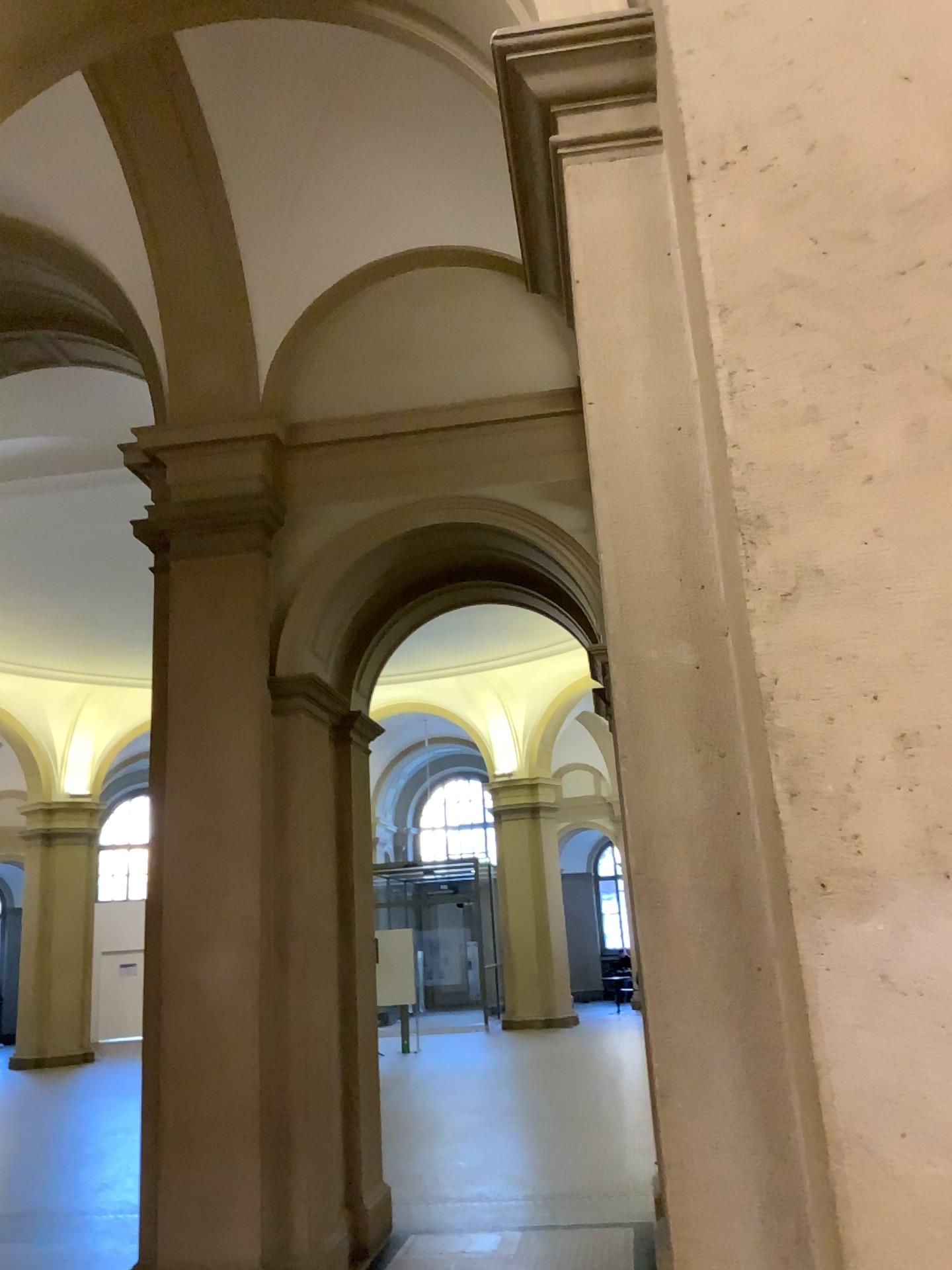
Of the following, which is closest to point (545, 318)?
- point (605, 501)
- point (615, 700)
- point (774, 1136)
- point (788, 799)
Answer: point (605, 501)
